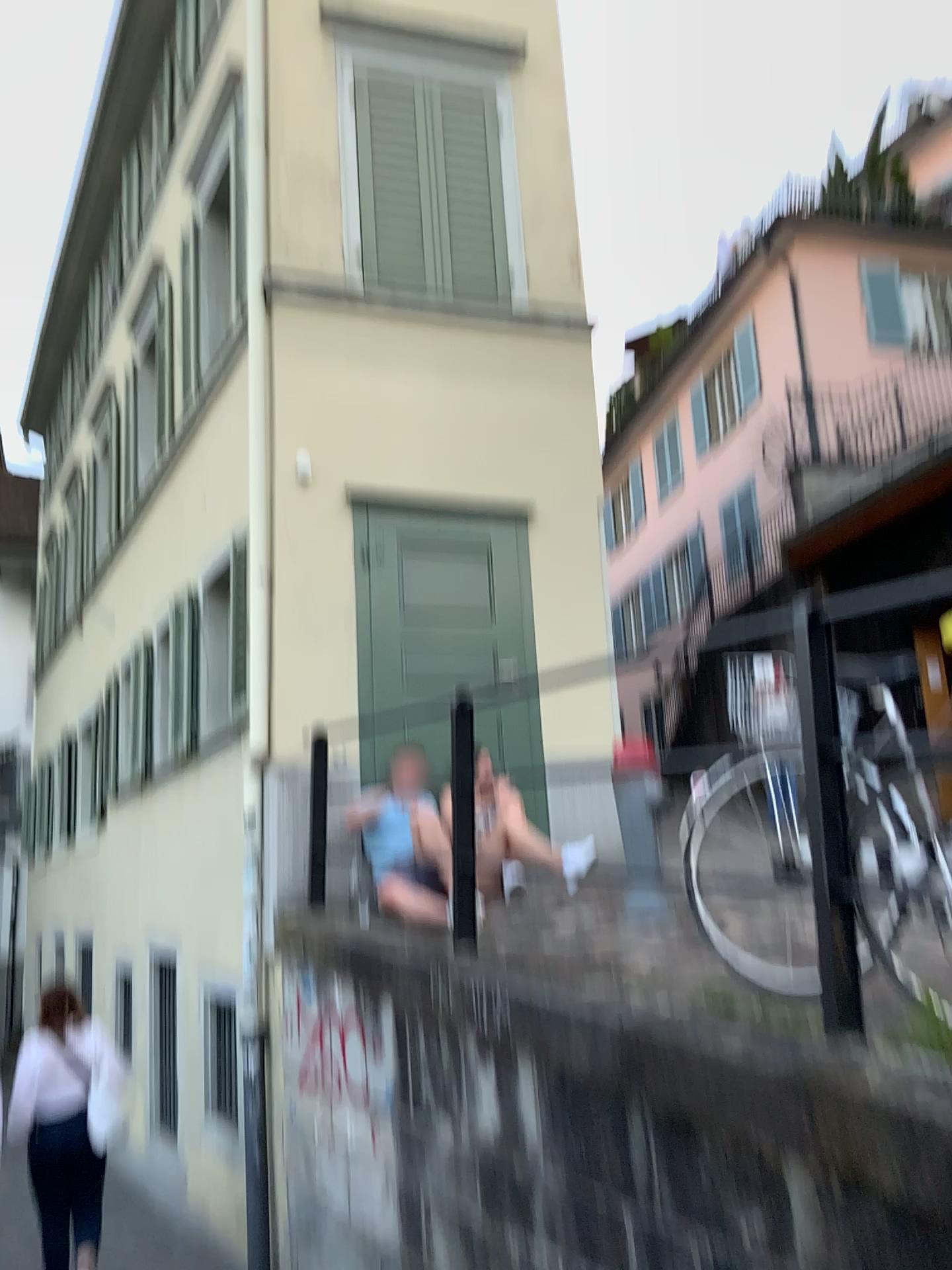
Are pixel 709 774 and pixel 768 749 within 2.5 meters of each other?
yes
